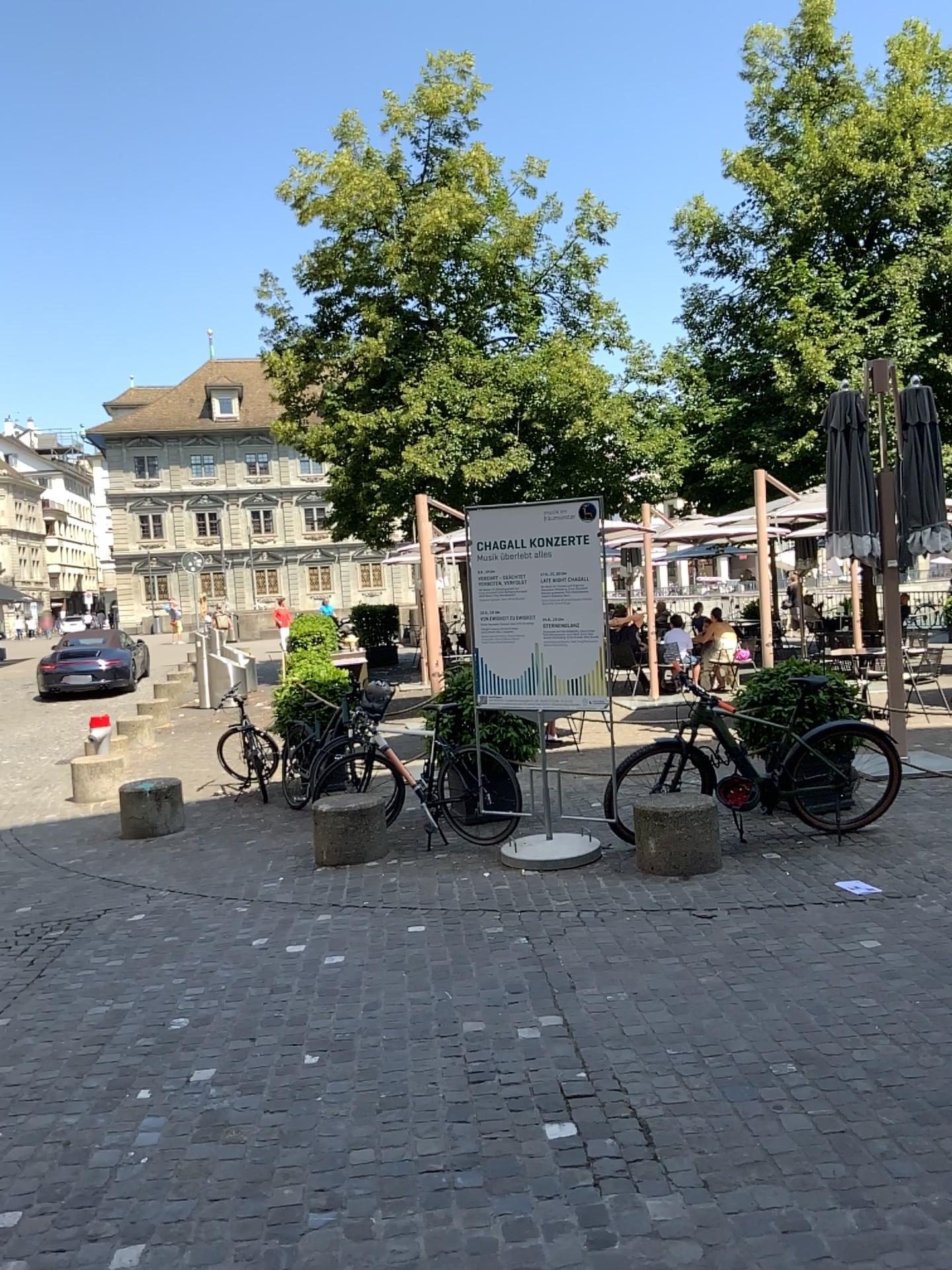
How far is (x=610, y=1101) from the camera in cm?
339
